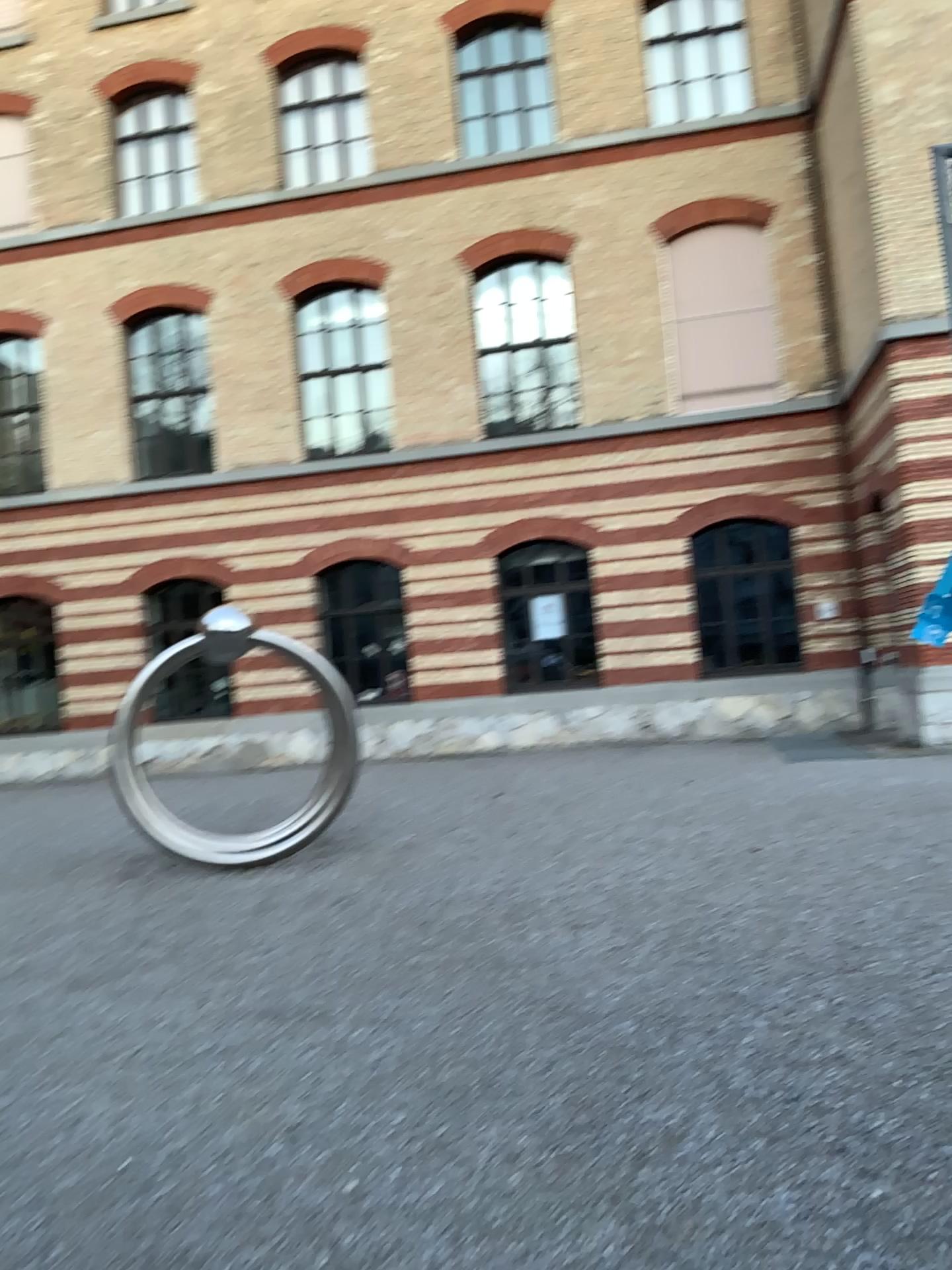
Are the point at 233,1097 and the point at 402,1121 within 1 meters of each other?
yes
